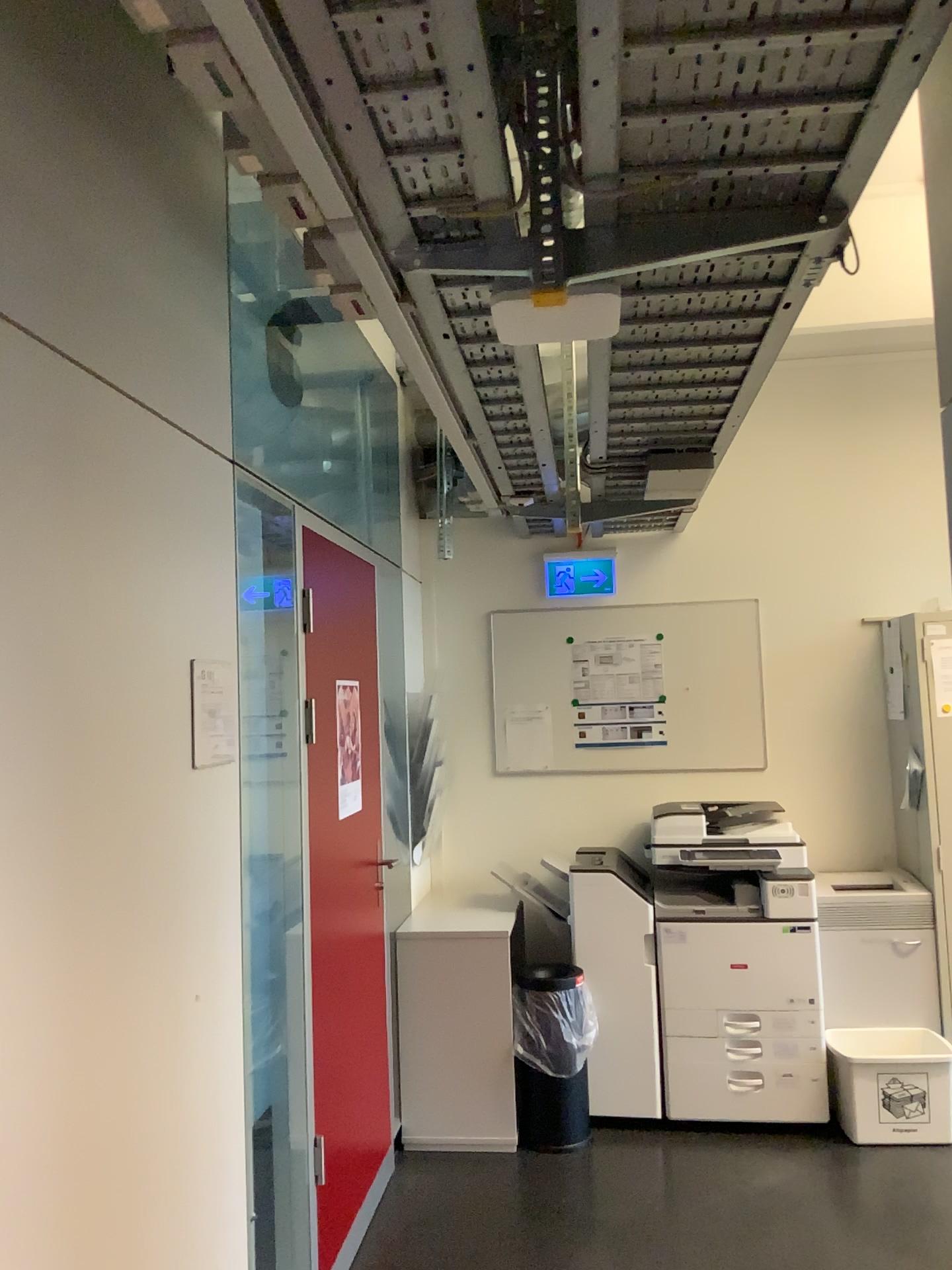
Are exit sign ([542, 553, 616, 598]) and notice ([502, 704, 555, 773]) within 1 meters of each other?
yes

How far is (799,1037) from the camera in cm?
385

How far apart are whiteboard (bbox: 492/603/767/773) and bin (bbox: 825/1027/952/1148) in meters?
1.2

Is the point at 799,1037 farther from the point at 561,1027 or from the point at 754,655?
the point at 754,655

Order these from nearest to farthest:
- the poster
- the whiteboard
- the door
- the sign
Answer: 1. the sign
2. the door
3. the poster
4. the whiteboard

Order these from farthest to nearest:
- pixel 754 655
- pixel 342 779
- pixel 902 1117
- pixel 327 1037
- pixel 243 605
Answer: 1. pixel 754 655
2. pixel 902 1117
3. pixel 342 779
4. pixel 327 1037
5. pixel 243 605

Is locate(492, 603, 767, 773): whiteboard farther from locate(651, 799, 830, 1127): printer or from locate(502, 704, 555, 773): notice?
locate(651, 799, 830, 1127): printer

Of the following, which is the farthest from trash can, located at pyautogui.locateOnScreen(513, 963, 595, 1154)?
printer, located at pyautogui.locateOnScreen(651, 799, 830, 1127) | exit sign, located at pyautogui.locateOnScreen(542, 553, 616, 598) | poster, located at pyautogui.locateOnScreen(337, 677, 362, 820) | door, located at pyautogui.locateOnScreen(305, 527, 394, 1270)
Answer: exit sign, located at pyautogui.locateOnScreen(542, 553, 616, 598)

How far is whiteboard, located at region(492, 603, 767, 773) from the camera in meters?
4.7 m

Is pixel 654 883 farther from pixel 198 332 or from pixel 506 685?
pixel 198 332
